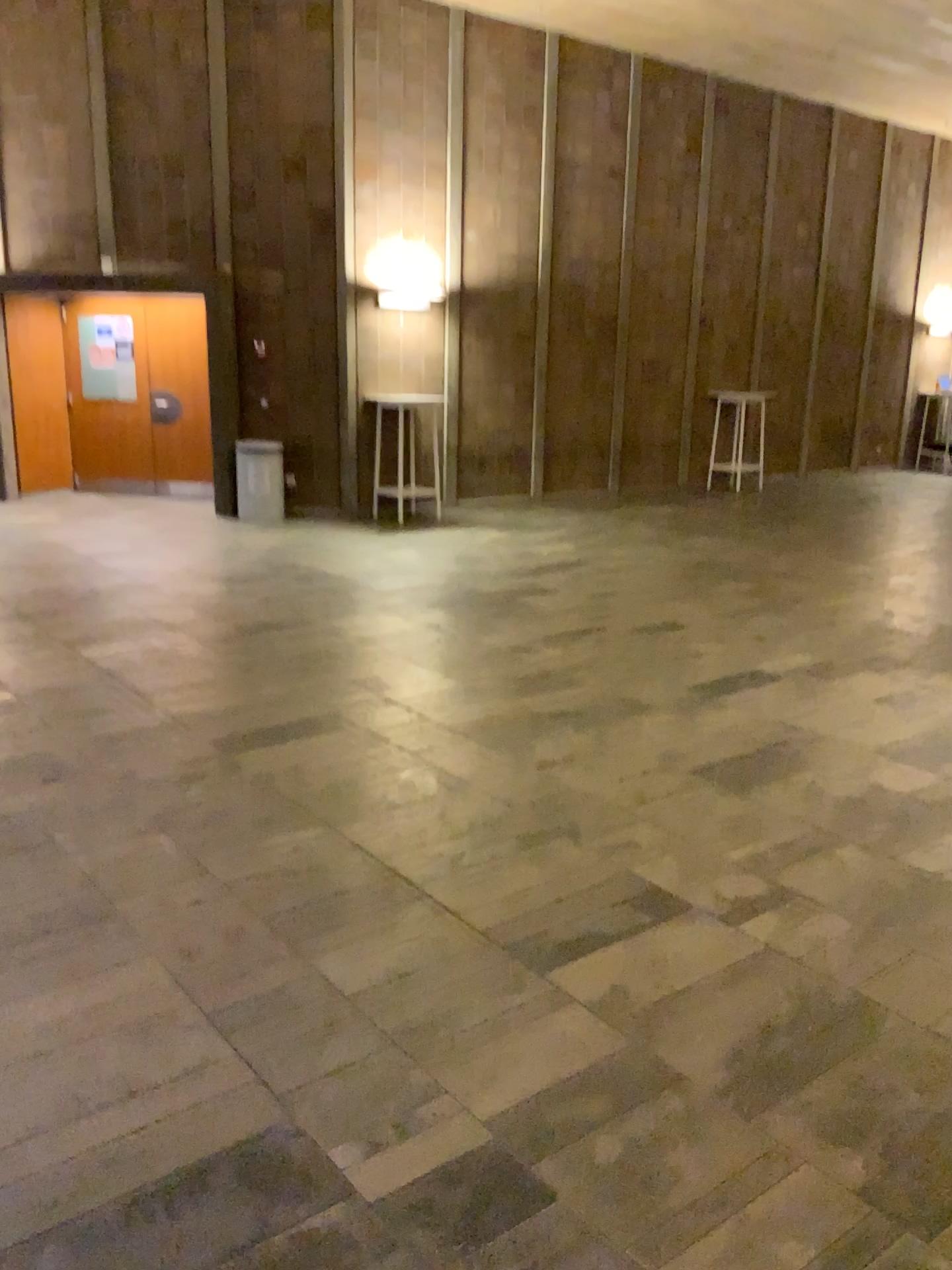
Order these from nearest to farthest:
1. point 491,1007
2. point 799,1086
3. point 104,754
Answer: point 799,1086 < point 491,1007 < point 104,754
